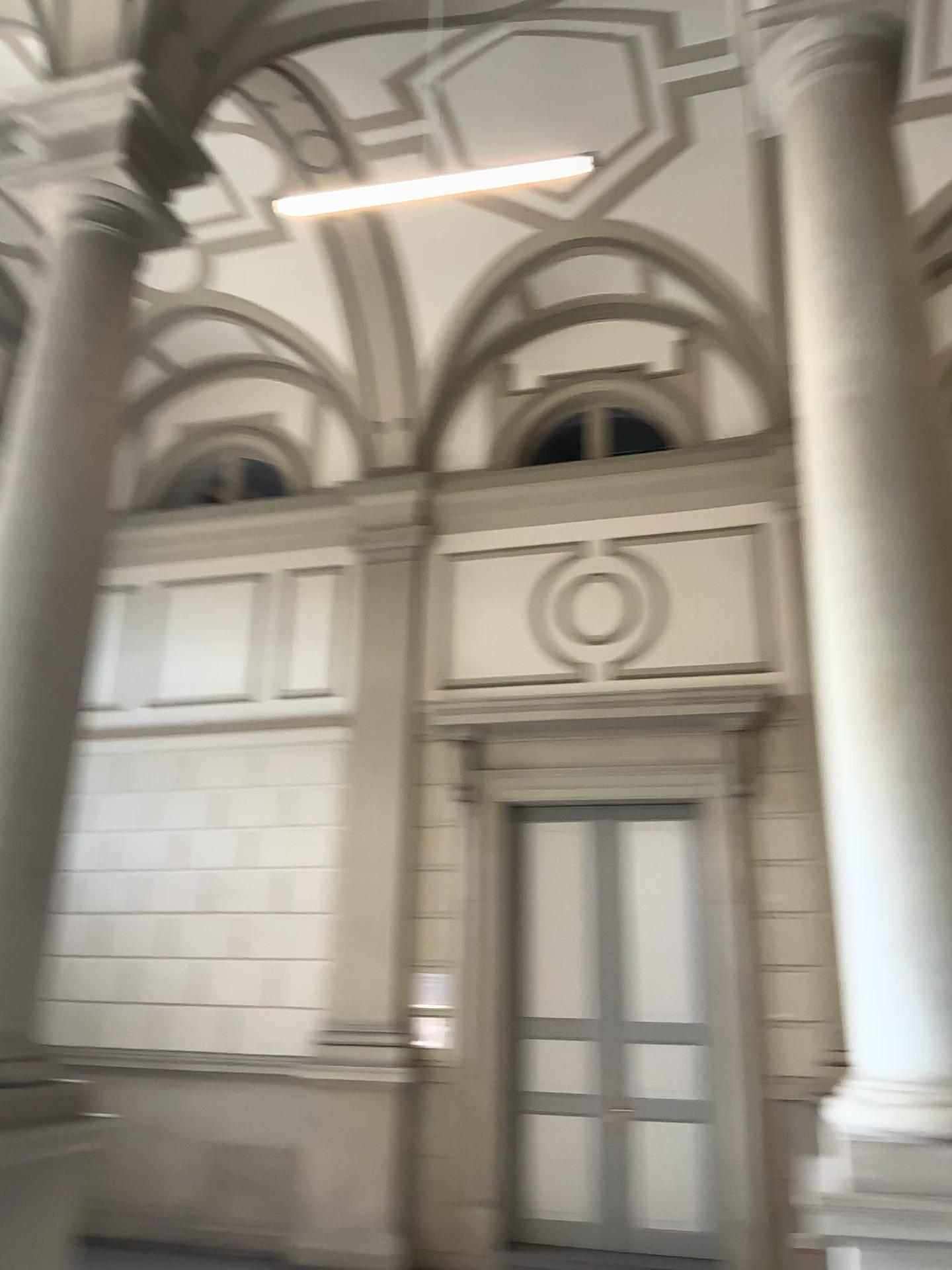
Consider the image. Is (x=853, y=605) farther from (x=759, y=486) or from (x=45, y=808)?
(x=45, y=808)
